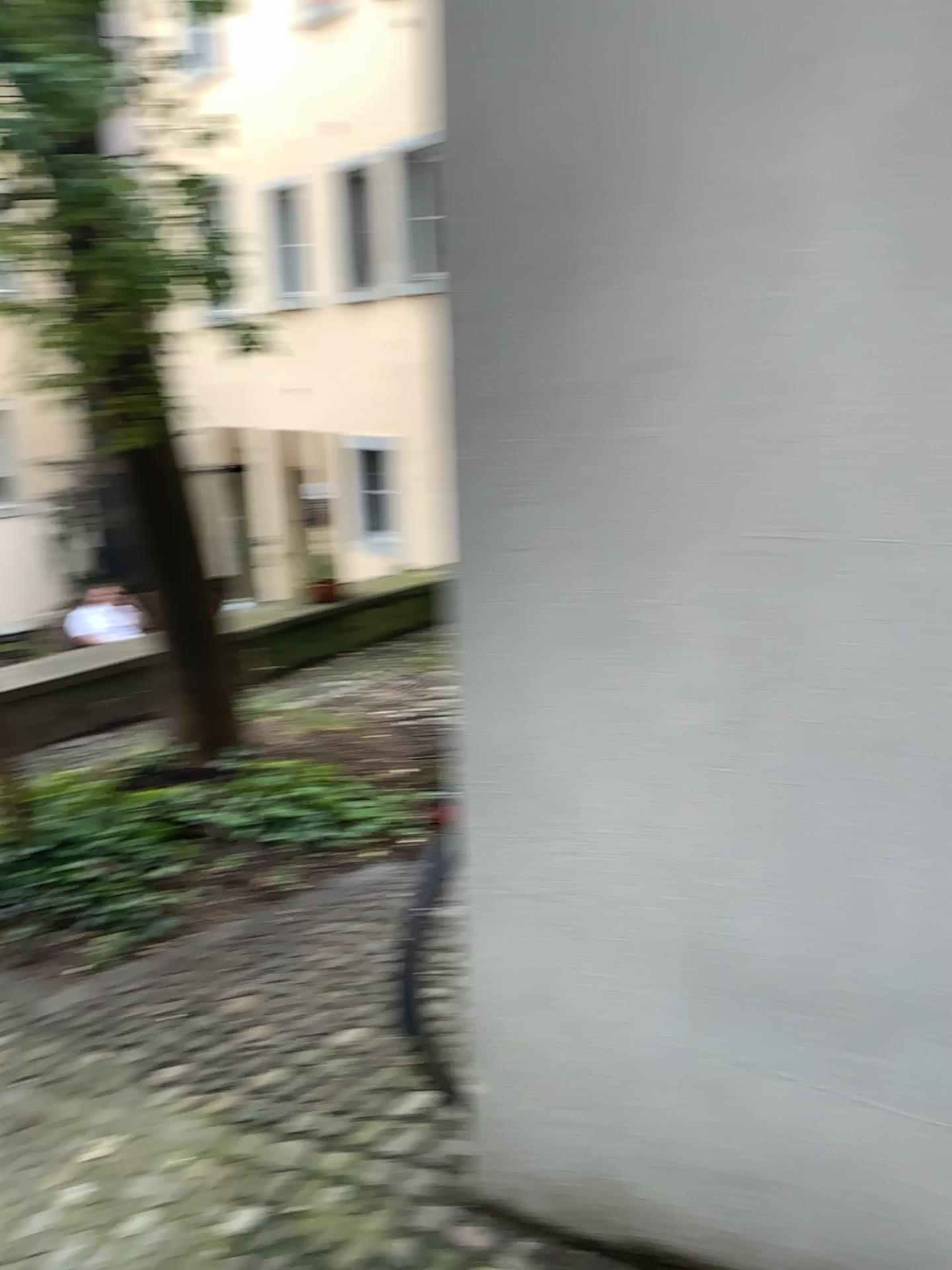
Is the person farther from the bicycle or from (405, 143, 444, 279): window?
(405, 143, 444, 279): window

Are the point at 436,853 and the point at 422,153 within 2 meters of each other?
yes

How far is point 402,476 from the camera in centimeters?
172cm

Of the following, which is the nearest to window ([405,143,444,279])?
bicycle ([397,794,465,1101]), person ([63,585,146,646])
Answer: bicycle ([397,794,465,1101])

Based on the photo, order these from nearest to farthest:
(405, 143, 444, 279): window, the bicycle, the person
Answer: (405, 143, 444, 279): window
the bicycle
the person

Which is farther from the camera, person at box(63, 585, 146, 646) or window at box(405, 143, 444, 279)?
person at box(63, 585, 146, 646)

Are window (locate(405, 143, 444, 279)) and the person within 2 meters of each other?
no

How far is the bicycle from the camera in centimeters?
188cm

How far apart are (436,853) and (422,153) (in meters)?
1.15

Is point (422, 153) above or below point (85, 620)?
above
